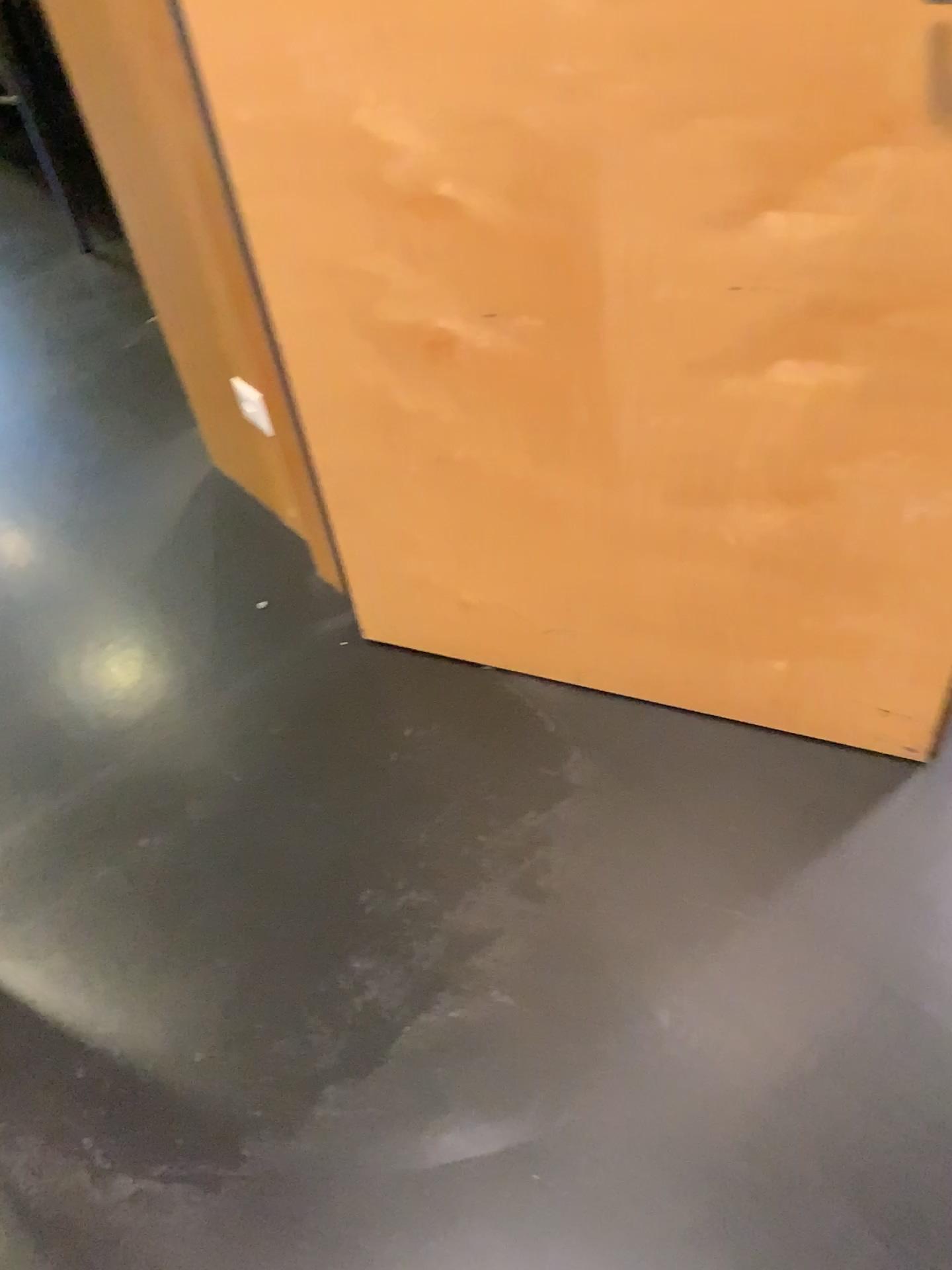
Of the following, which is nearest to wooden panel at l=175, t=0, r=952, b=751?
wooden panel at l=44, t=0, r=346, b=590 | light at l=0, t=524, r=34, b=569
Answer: wooden panel at l=44, t=0, r=346, b=590

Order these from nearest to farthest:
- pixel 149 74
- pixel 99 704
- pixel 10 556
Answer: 1. pixel 149 74
2. pixel 99 704
3. pixel 10 556

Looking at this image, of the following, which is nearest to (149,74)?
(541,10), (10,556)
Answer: (541,10)

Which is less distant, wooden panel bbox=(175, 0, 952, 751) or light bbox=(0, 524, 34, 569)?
wooden panel bbox=(175, 0, 952, 751)

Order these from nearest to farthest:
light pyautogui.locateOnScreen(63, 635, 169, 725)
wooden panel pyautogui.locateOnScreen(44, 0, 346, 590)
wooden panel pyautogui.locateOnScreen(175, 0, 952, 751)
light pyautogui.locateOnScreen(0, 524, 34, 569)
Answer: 1. wooden panel pyautogui.locateOnScreen(175, 0, 952, 751)
2. wooden panel pyautogui.locateOnScreen(44, 0, 346, 590)
3. light pyautogui.locateOnScreen(63, 635, 169, 725)
4. light pyautogui.locateOnScreen(0, 524, 34, 569)

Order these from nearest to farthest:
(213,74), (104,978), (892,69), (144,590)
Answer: (892,69)
(213,74)
(104,978)
(144,590)

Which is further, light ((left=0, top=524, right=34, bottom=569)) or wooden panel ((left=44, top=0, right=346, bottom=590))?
light ((left=0, top=524, right=34, bottom=569))

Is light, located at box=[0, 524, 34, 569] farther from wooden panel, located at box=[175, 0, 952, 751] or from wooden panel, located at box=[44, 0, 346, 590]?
wooden panel, located at box=[175, 0, 952, 751]

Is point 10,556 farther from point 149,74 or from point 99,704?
point 149,74
